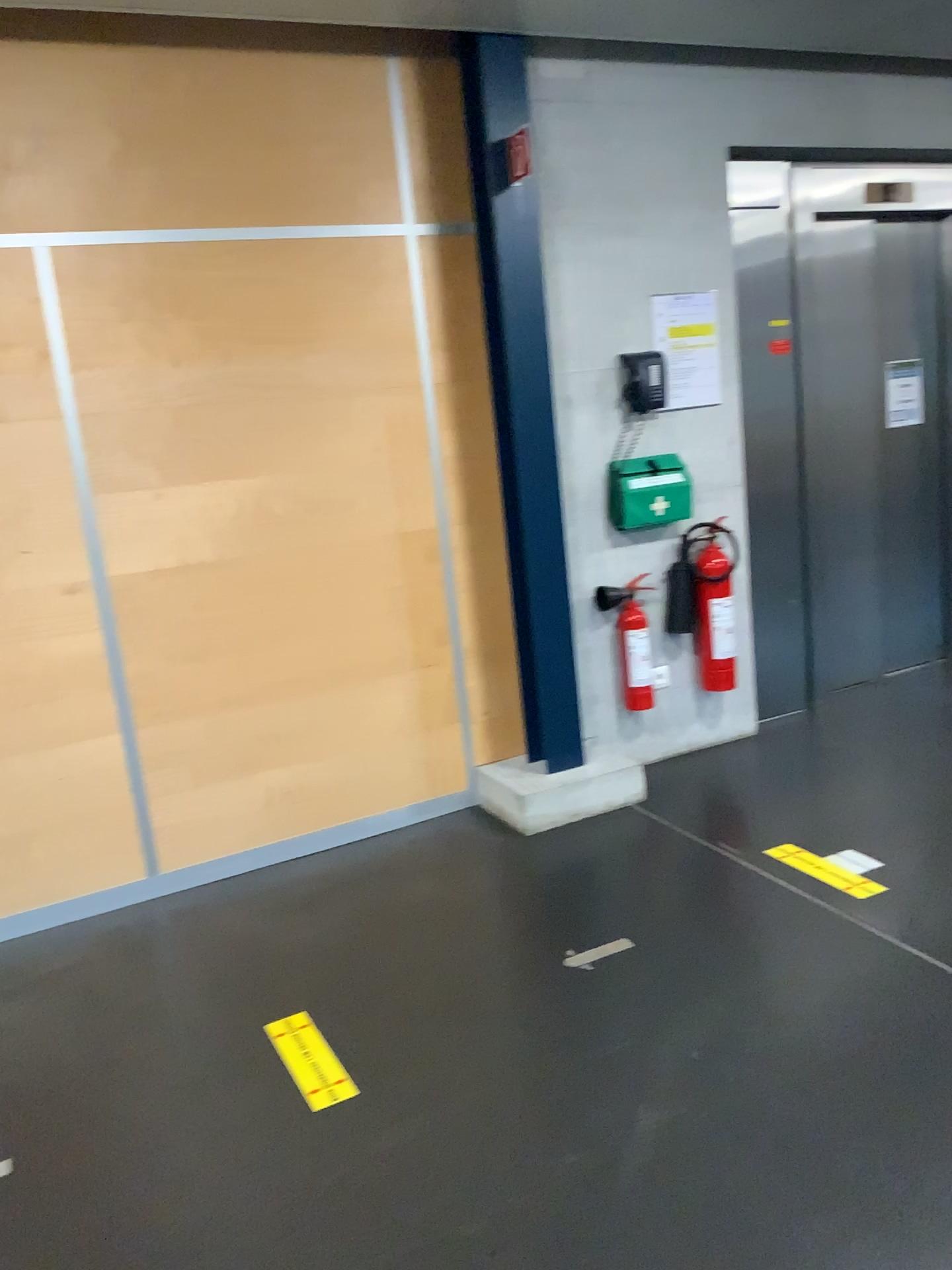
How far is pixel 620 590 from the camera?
4.01m

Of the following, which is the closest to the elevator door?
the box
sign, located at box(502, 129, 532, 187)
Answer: the box

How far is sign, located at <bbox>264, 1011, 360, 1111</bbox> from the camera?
2.3m

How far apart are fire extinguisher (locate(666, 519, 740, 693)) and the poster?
0.48m

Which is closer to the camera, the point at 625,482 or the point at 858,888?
the point at 858,888

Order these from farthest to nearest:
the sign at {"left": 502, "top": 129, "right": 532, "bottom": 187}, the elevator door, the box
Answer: the elevator door < the box < the sign at {"left": 502, "top": 129, "right": 532, "bottom": 187}

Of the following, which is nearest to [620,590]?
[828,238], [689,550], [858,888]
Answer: [689,550]

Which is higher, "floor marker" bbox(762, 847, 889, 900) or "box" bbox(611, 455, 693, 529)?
"box" bbox(611, 455, 693, 529)

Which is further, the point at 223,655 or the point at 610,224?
the point at 610,224

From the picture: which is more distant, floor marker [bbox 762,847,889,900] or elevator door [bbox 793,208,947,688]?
elevator door [bbox 793,208,947,688]
